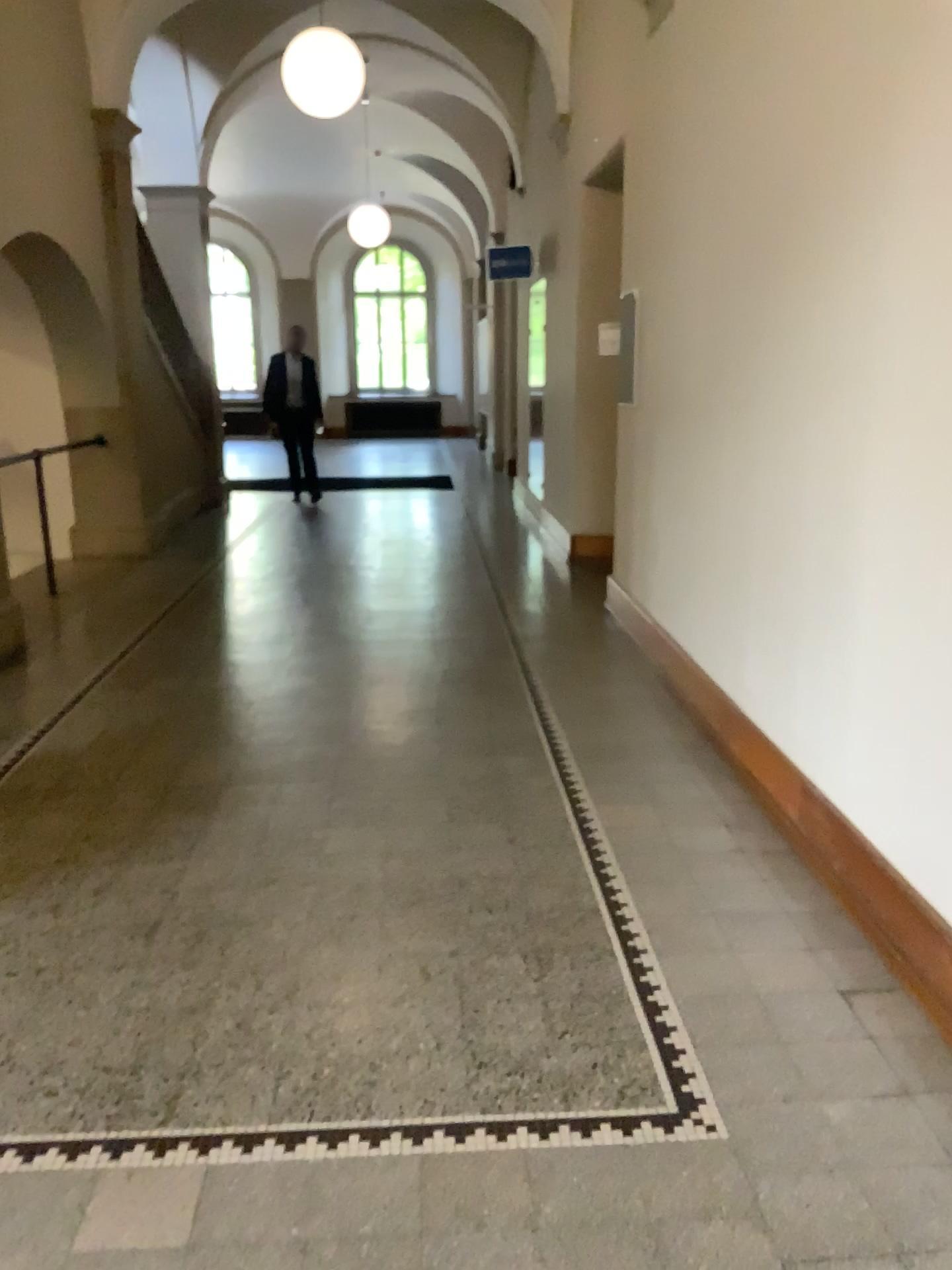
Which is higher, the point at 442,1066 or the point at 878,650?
the point at 878,650
